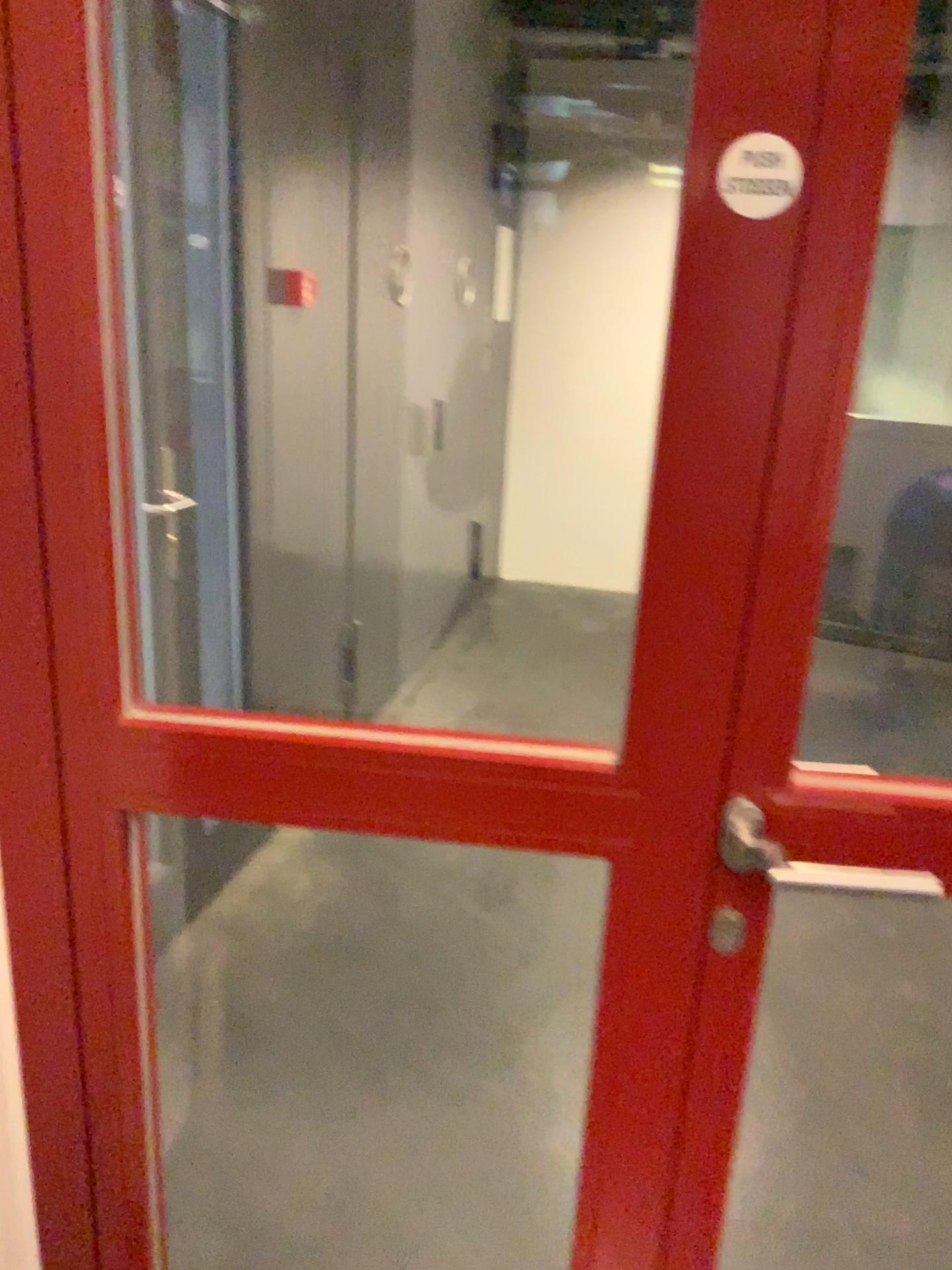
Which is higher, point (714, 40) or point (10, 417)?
point (714, 40)

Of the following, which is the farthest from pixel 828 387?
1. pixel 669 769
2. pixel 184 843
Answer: pixel 184 843

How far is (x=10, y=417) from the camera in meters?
0.9 m

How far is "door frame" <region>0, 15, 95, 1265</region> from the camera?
0.9 meters
